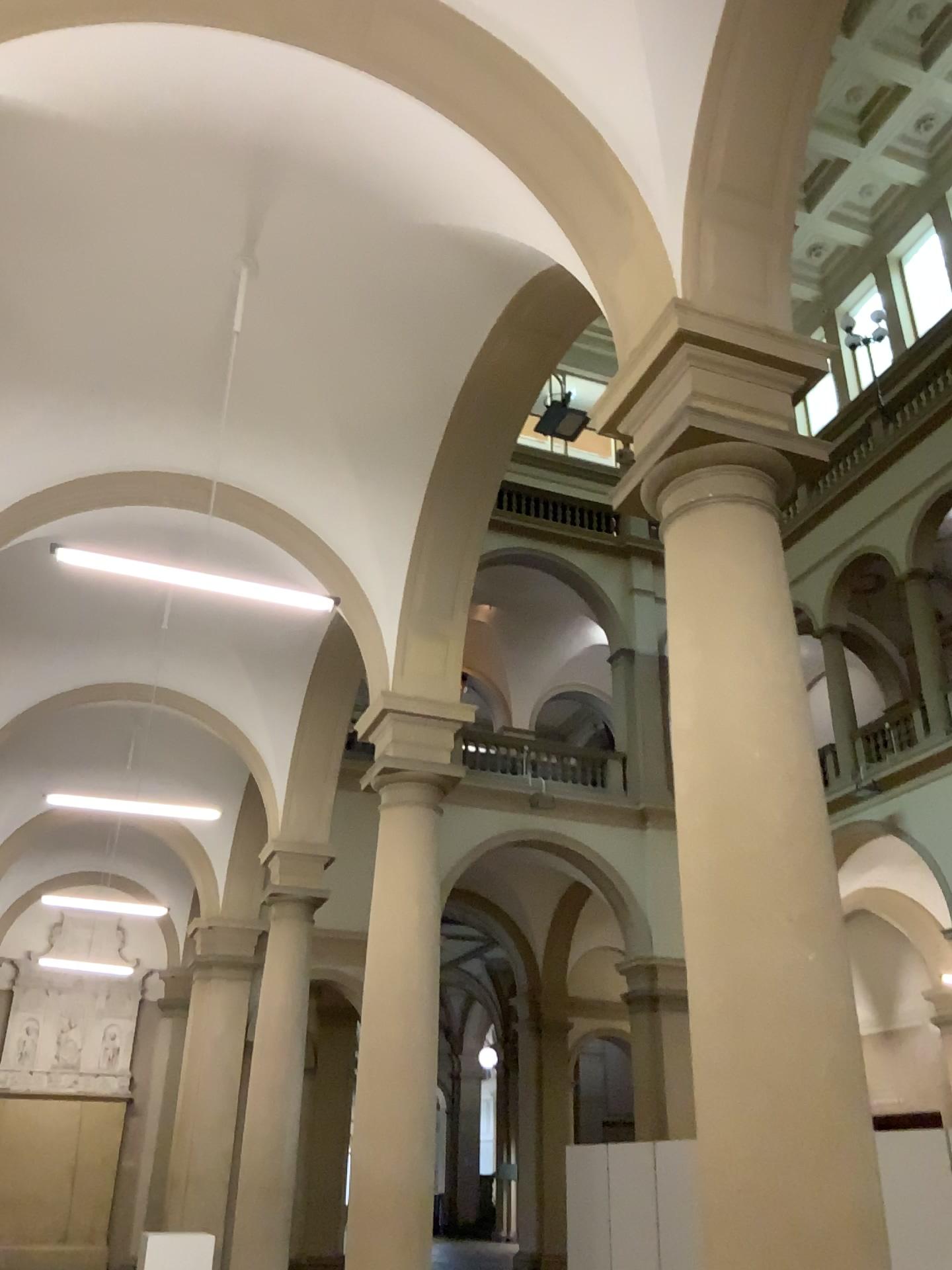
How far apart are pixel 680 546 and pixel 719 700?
0.7 meters
